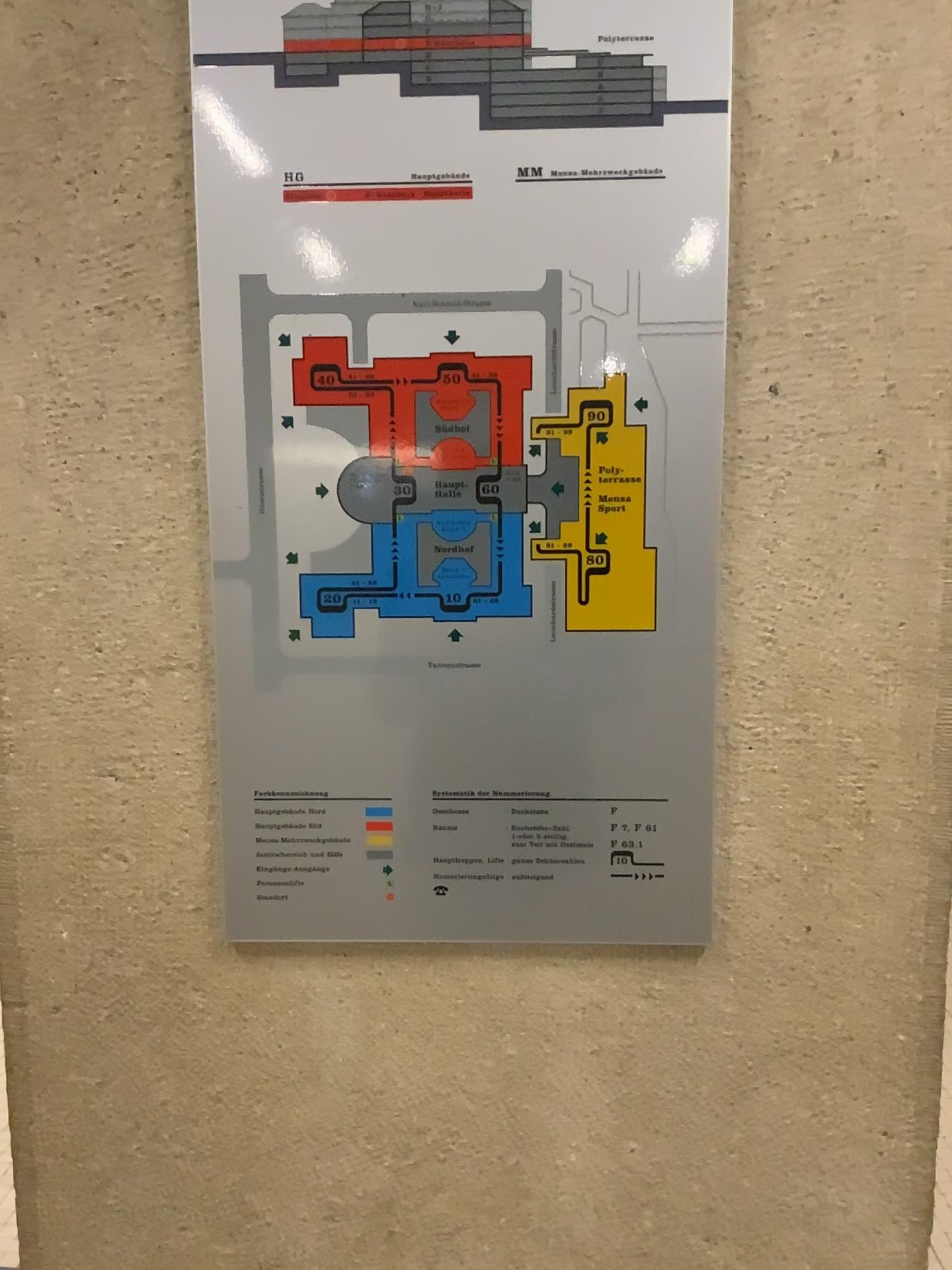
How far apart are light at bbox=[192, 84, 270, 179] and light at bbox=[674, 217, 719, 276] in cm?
34

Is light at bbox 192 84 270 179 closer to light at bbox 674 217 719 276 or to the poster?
the poster

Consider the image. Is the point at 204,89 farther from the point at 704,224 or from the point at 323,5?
the point at 704,224

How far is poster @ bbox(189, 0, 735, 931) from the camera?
0.83m

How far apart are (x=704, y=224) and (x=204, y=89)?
0.4 meters

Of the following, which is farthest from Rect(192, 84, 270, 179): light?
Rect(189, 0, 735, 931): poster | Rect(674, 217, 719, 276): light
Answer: Rect(674, 217, 719, 276): light

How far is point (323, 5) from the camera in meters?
0.8

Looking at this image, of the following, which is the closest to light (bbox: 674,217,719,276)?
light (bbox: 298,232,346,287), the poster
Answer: the poster

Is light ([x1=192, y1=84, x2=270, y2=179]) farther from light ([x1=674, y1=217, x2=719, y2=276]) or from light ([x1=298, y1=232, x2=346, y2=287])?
light ([x1=674, y1=217, x2=719, y2=276])

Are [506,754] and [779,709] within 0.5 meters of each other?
yes
